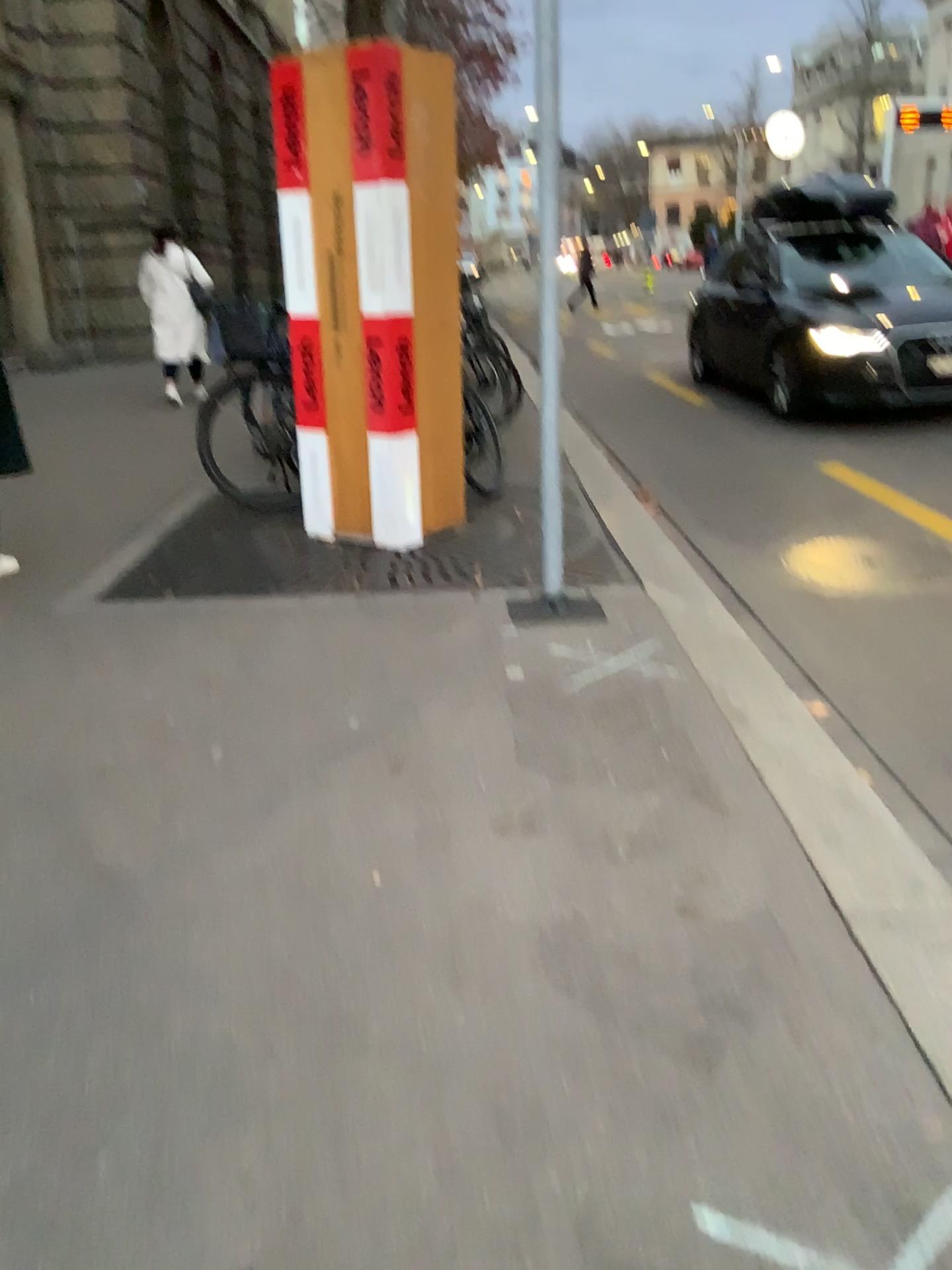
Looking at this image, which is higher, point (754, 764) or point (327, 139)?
point (327, 139)
